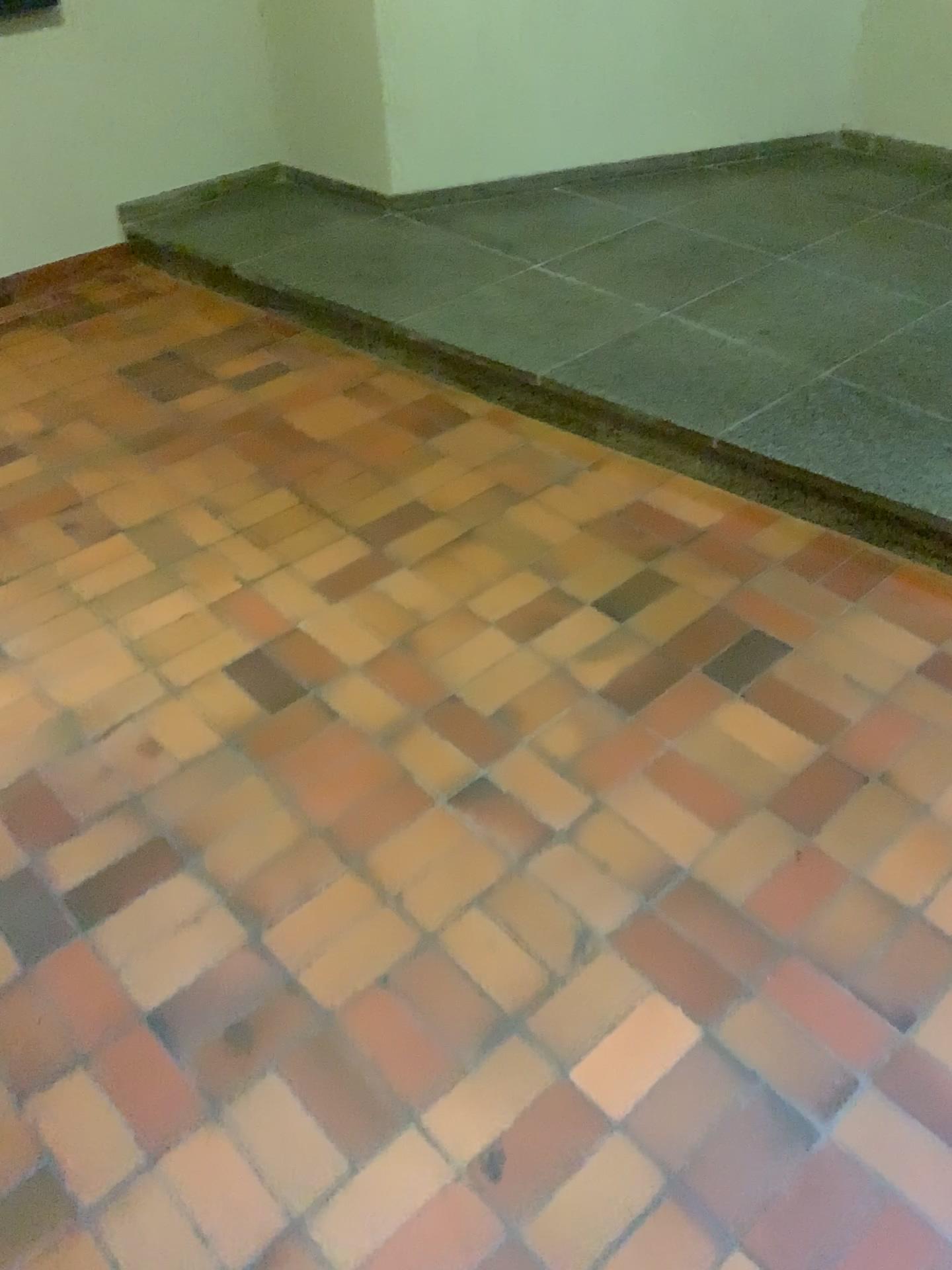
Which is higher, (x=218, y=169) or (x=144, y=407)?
(x=218, y=169)
